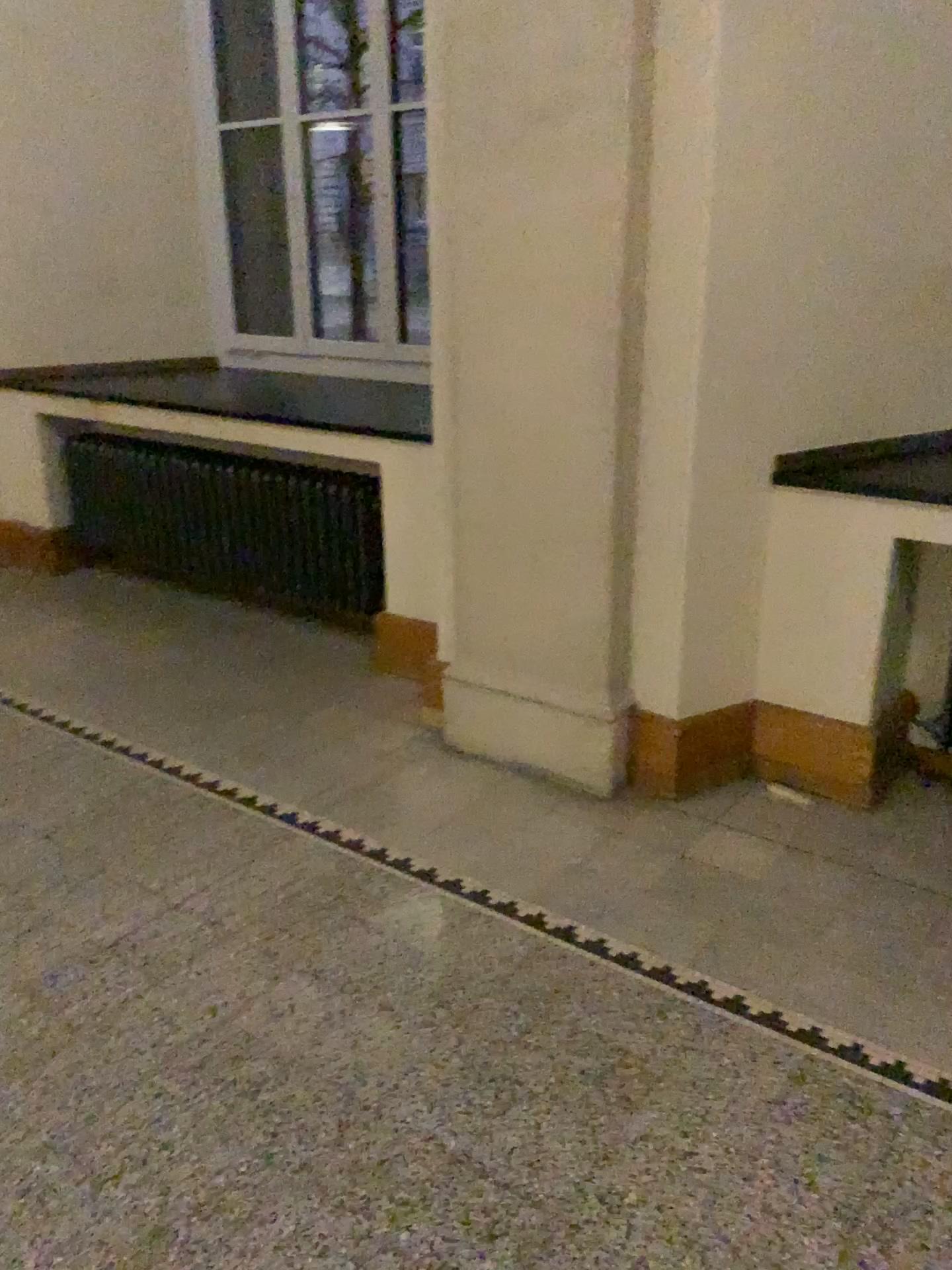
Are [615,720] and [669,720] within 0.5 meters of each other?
yes

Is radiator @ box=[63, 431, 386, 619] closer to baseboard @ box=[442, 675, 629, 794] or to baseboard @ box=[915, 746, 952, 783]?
baseboard @ box=[442, 675, 629, 794]

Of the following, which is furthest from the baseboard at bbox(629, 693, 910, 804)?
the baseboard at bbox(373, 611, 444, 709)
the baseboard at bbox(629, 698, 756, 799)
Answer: the baseboard at bbox(373, 611, 444, 709)

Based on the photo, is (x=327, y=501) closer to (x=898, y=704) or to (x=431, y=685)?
(x=431, y=685)

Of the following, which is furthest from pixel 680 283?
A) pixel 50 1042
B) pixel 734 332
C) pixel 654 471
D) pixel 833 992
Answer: pixel 50 1042

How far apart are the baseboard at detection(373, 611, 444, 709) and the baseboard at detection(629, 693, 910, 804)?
0.7m

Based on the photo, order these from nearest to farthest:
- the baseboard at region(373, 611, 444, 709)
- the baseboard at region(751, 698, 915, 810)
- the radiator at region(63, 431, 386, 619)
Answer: the baseboard at region(751, 698, 915, 810) → the baseboard at region(373, 611, 444, 709) → the radiator at region(63, 431, 386, 619)

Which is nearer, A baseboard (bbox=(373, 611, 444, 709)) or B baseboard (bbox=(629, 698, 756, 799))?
B baseboard (bbox=(629, 698, 756, 799))

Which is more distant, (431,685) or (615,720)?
(431,685)

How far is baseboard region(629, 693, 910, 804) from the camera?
2.97m
